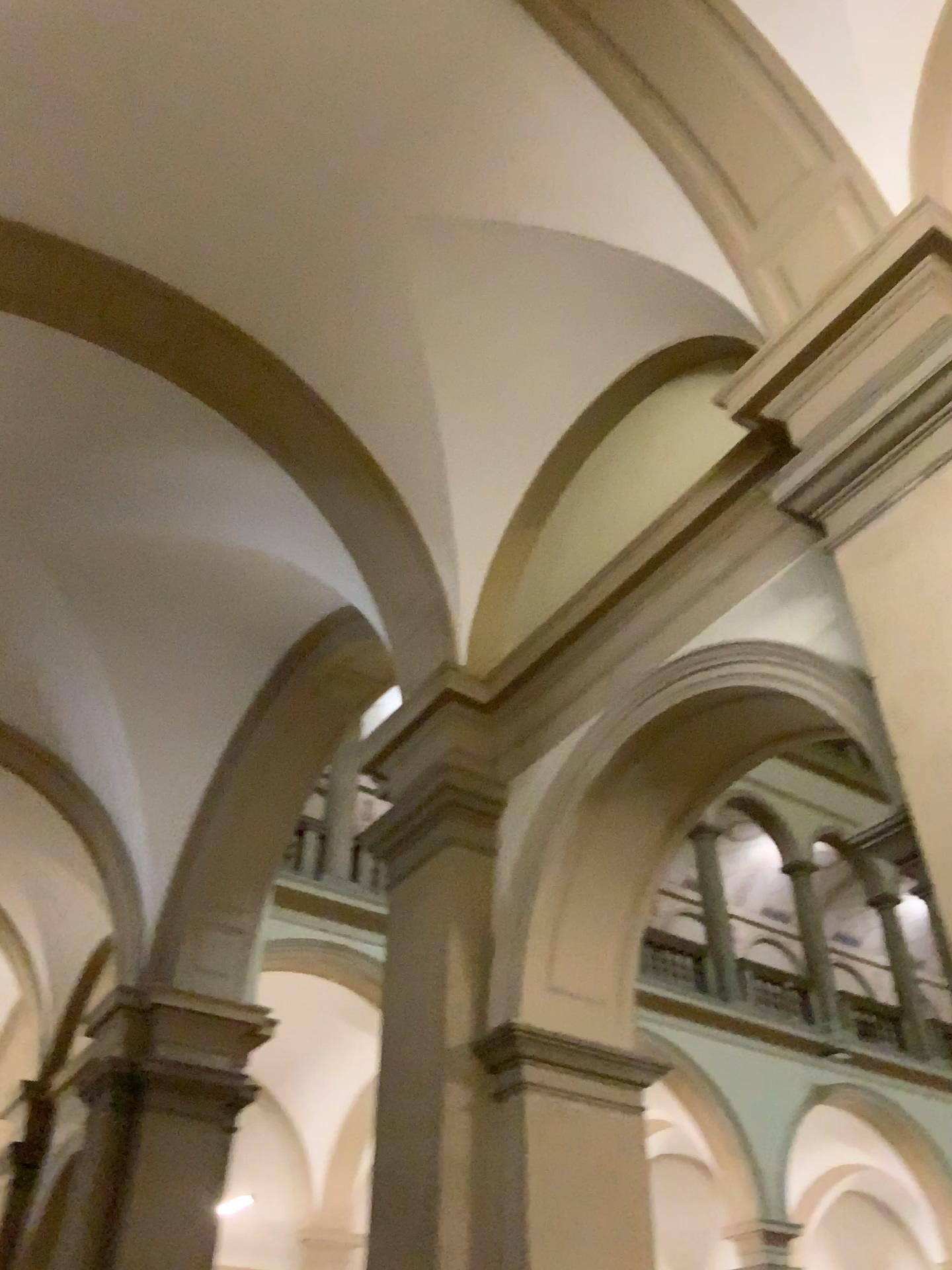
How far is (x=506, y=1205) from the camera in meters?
3.6

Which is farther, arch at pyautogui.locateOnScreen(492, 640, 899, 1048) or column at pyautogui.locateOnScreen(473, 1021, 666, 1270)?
arch at pyautogui.locateOnScreen(492, 640, 899, 1048)

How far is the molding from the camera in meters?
3.8

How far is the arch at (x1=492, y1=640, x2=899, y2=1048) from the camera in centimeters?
390cm

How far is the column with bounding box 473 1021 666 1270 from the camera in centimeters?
358cm

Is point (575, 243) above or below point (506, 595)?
above

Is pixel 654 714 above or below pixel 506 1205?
above

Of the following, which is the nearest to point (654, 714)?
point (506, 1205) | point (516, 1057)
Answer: point (516, 1057)
